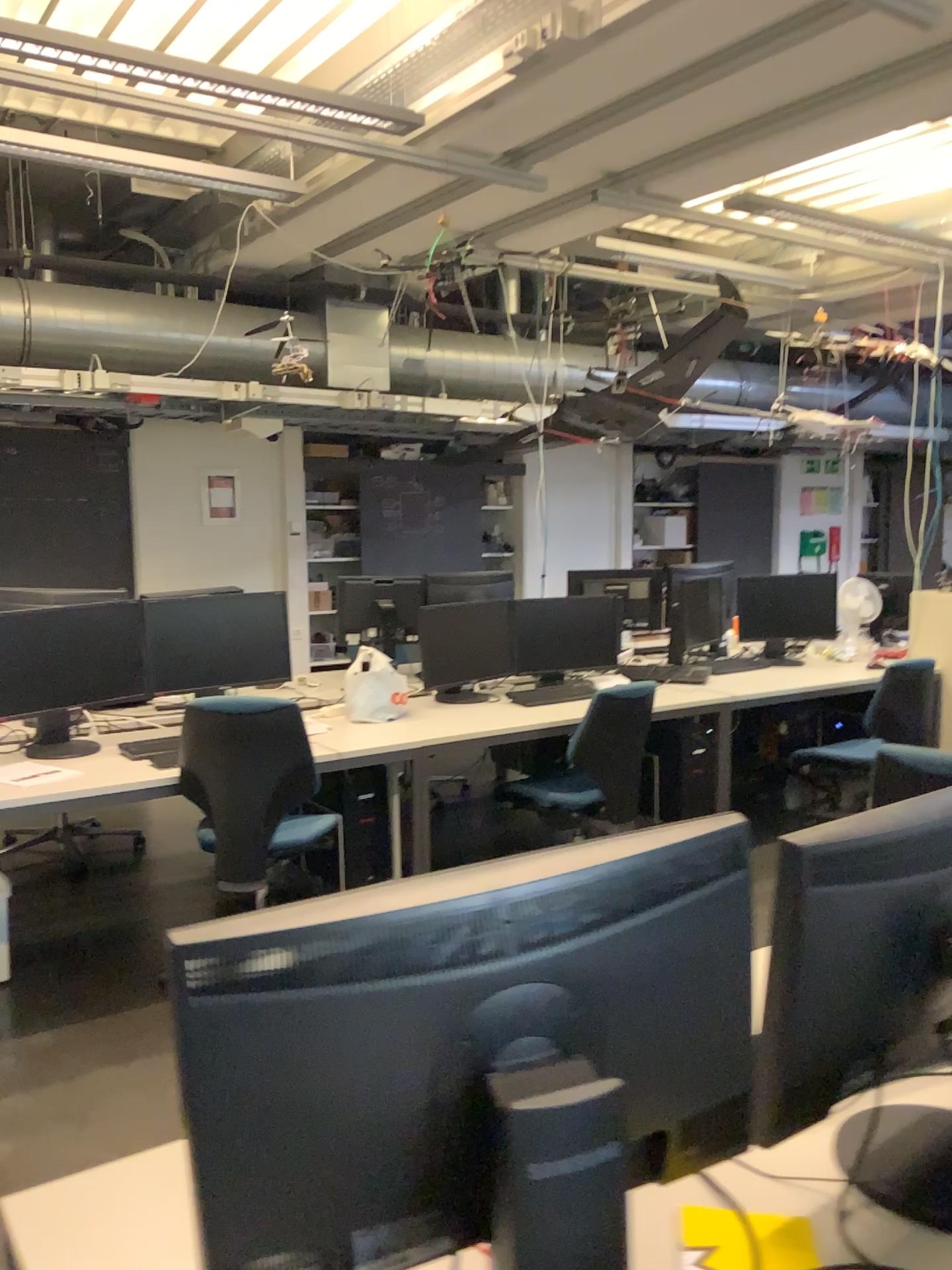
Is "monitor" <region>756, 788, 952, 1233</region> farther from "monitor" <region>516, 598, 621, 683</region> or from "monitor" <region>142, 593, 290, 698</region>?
"monitor" <region>516, 598, 621, 683</region>

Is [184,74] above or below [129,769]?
above

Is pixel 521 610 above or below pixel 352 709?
above

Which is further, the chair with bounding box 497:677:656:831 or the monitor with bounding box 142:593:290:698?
the chair with bounding box 497:677:656:831

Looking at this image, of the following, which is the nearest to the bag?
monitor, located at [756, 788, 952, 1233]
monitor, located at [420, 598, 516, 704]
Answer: monitor, located at [420, 598, 516, 704]

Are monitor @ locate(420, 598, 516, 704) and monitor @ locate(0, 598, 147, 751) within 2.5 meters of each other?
yes

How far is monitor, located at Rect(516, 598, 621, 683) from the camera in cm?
488

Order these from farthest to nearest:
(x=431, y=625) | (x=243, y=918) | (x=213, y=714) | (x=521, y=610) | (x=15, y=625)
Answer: (x=521, y=610)
(x=431, y=625)
(x=15, y=625)
(x=213, y=714)
(x=243, y=918)

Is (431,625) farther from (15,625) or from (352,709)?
(15,625)

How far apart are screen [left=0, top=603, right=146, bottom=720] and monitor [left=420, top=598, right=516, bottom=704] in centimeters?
122cm
